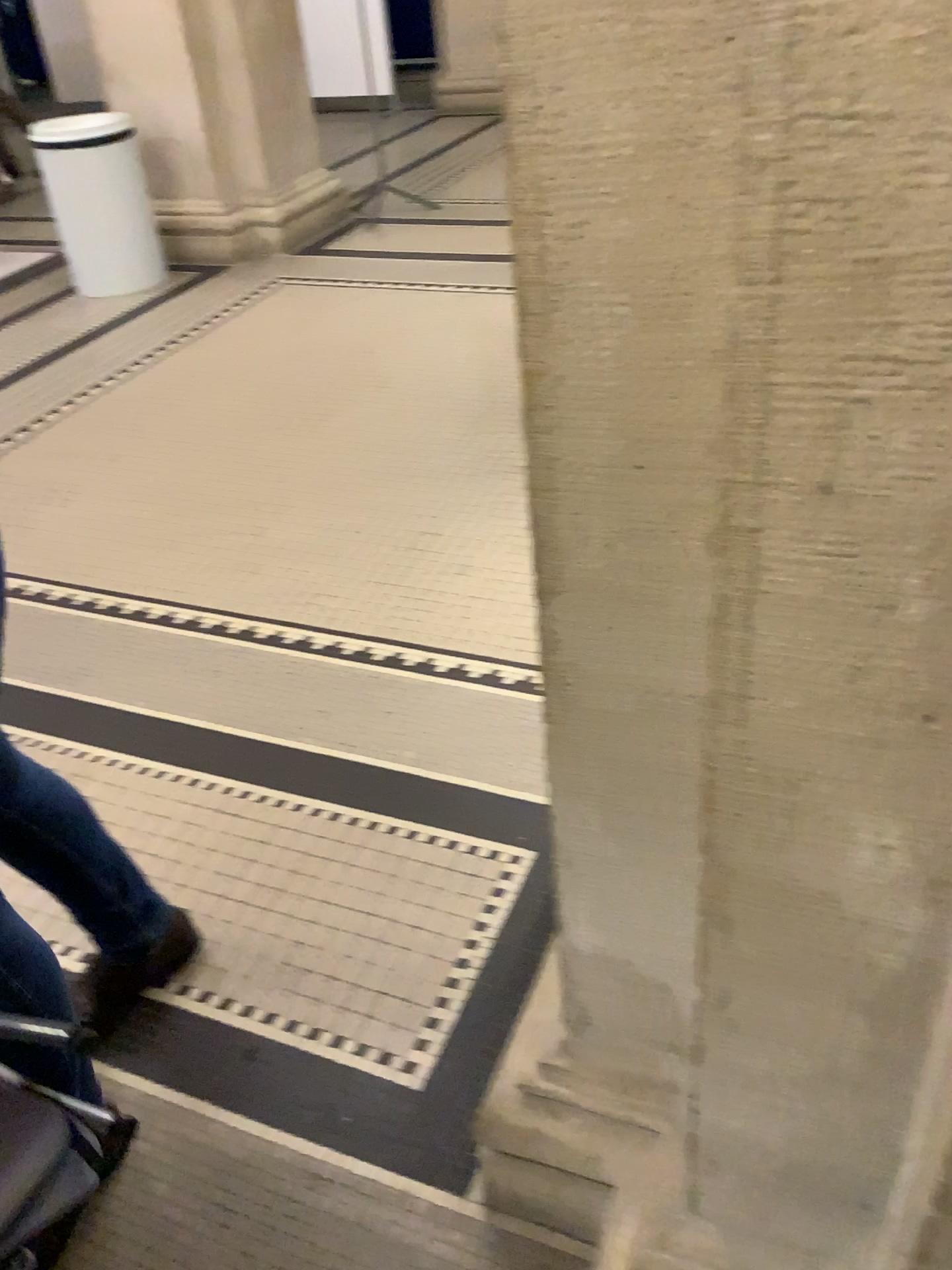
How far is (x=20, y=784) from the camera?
1.4m

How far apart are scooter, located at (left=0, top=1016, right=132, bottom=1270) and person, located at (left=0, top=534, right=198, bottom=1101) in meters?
0.4 m

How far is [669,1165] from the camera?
1.14m

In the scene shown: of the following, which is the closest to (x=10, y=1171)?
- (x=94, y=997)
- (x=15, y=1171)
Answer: (x=15, y=1171)

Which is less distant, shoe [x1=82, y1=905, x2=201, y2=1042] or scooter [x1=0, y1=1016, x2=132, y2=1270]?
scooter [x1=0, y1=1016, x2=132, y2=1270]

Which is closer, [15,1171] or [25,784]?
[15,1171]

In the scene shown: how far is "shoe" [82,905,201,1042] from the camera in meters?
1.4 m

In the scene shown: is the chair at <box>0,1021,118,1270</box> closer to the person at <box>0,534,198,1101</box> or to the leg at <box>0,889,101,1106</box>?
the leg at <box>0,889,101,1106</box>

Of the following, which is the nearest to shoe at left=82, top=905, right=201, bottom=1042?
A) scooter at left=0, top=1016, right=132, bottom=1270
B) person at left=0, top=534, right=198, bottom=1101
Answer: person at left=0, top=534, right=198, bottom=1101

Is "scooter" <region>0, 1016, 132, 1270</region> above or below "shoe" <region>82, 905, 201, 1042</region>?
above
